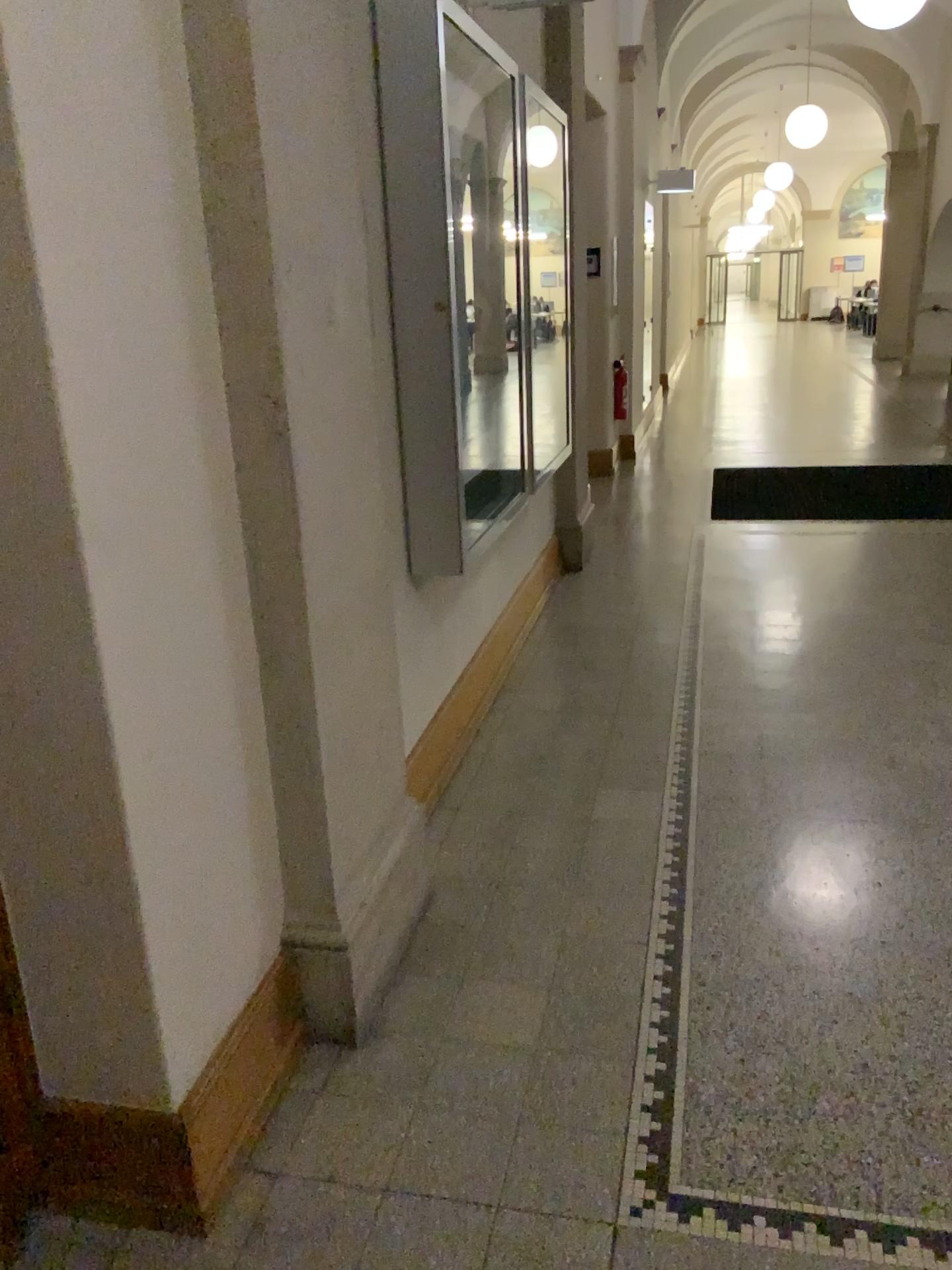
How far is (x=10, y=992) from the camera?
1.7m

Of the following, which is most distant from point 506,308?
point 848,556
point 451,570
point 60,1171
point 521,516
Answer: point 60,1171

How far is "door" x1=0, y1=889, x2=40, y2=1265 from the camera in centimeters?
175cm
